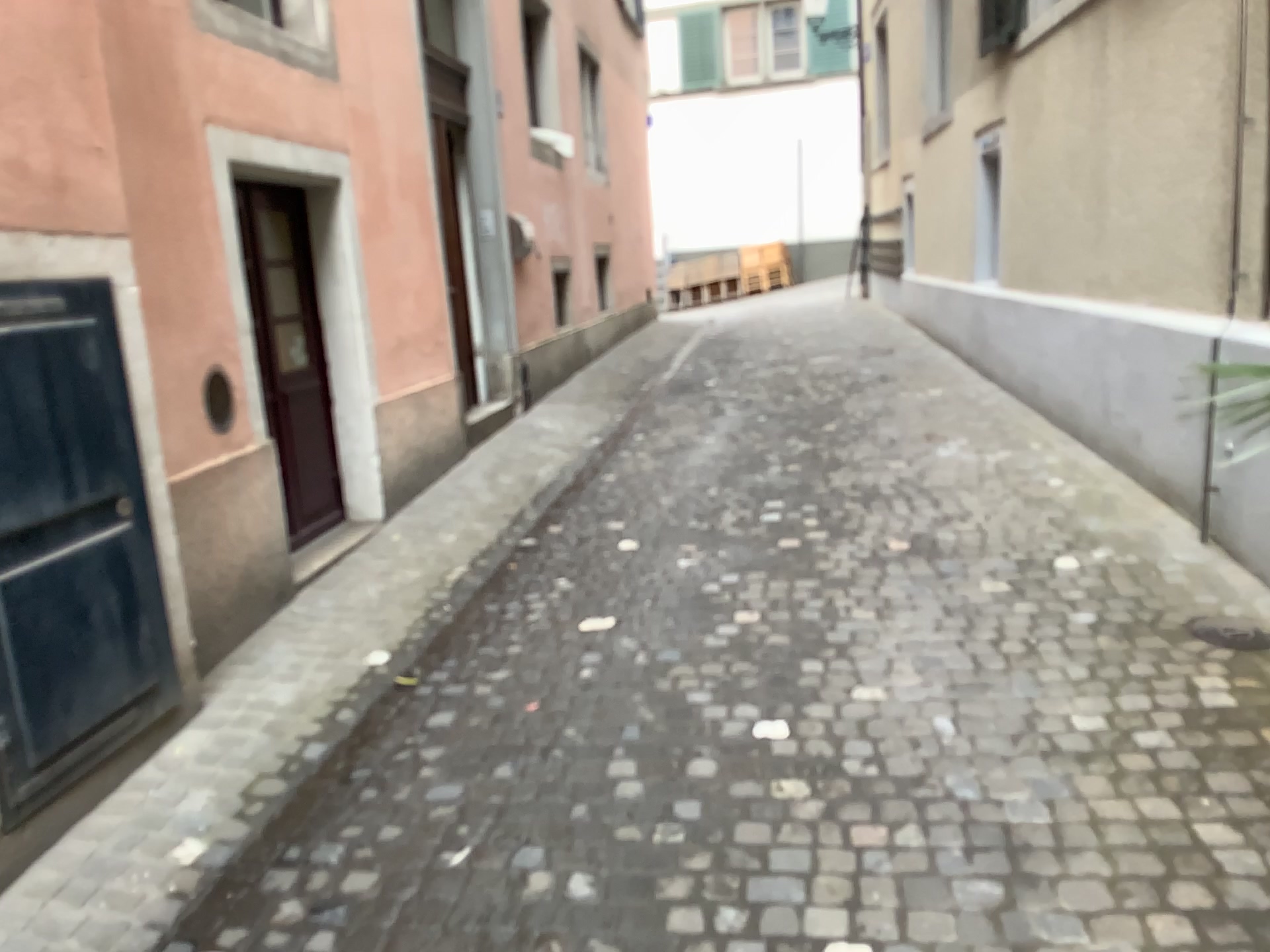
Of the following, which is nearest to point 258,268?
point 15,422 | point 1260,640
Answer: point 15,422

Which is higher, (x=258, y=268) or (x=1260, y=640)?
(x=258, y=268)

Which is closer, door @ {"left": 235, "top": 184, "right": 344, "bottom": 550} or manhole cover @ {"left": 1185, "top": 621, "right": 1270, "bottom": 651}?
manhole cover @ {"left": 1185, "top": 621, "right": 1270, "bottom": 651}

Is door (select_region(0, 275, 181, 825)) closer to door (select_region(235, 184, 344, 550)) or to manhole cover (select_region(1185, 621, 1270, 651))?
door (select_region(235, 184, 344, 550))

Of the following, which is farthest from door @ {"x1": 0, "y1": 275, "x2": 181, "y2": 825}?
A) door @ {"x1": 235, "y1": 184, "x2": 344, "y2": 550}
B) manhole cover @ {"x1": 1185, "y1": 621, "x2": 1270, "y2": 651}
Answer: manhole cover @ {"x1": 1185, "y1": 621, "x2": 1270, "y2": 651}

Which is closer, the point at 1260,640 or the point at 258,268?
the point at 1260,640

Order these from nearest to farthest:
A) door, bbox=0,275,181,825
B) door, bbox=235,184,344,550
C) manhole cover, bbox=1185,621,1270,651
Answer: door, bbox=0,275,181,825 → manhole cover, bbox=1185,621,1270,651 → door, bbox=235,184,344,550

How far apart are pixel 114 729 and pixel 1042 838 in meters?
2.4 m

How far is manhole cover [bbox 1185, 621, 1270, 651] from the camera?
3.2 meters
